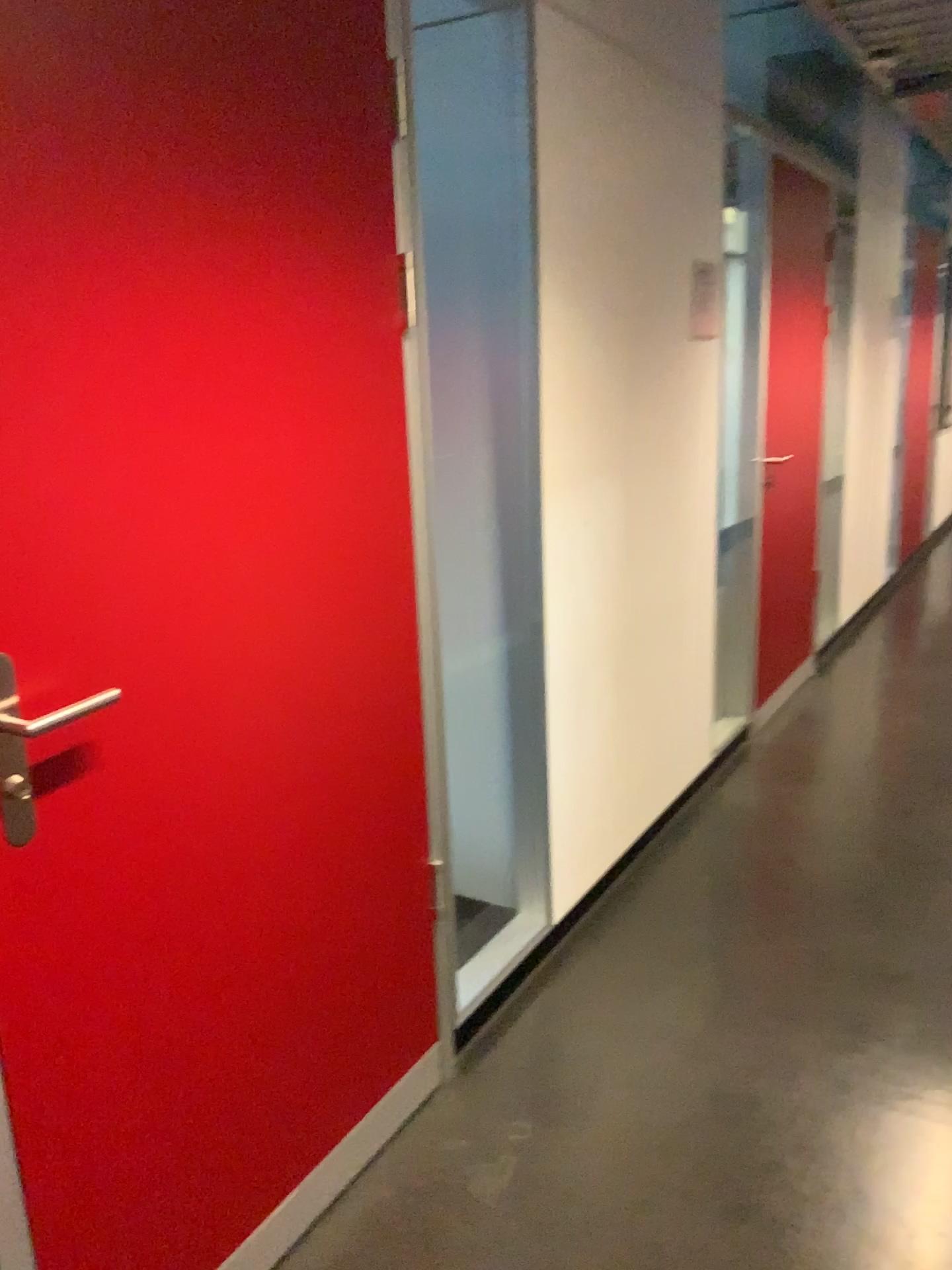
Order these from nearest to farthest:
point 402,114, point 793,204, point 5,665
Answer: point 5,665 < point 402,114 < point 793,204

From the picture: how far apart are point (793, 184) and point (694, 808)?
2.3 meters

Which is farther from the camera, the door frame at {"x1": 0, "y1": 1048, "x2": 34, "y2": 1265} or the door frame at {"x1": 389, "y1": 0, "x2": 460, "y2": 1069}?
the door frame at {"x1": 389, "y1": 0, "x2": 460, "y2": 1069}

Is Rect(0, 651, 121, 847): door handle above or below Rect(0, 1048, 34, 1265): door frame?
above

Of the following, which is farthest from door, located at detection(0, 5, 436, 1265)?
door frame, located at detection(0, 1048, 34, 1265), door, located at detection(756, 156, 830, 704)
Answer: door, located at detection(756, 156, 830, 704)

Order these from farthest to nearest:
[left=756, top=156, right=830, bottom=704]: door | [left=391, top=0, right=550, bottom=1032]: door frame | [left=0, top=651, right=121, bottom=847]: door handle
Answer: [left=756, top=156, right=830, bottom=704]: door
[left=391, top=0, right=550, bottom=1032]: door frame
[left=0, top=651, right=121, bottom=847]: door handle

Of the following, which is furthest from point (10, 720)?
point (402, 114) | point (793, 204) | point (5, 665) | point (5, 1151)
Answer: point (793, 204)

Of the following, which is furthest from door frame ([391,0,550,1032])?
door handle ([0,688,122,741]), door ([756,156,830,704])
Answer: door ([756,156,830,704])

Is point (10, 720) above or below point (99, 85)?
below

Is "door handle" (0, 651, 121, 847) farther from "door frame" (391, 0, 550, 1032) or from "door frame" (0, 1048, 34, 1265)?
"door frame" (391, 0, 550, 1032)
